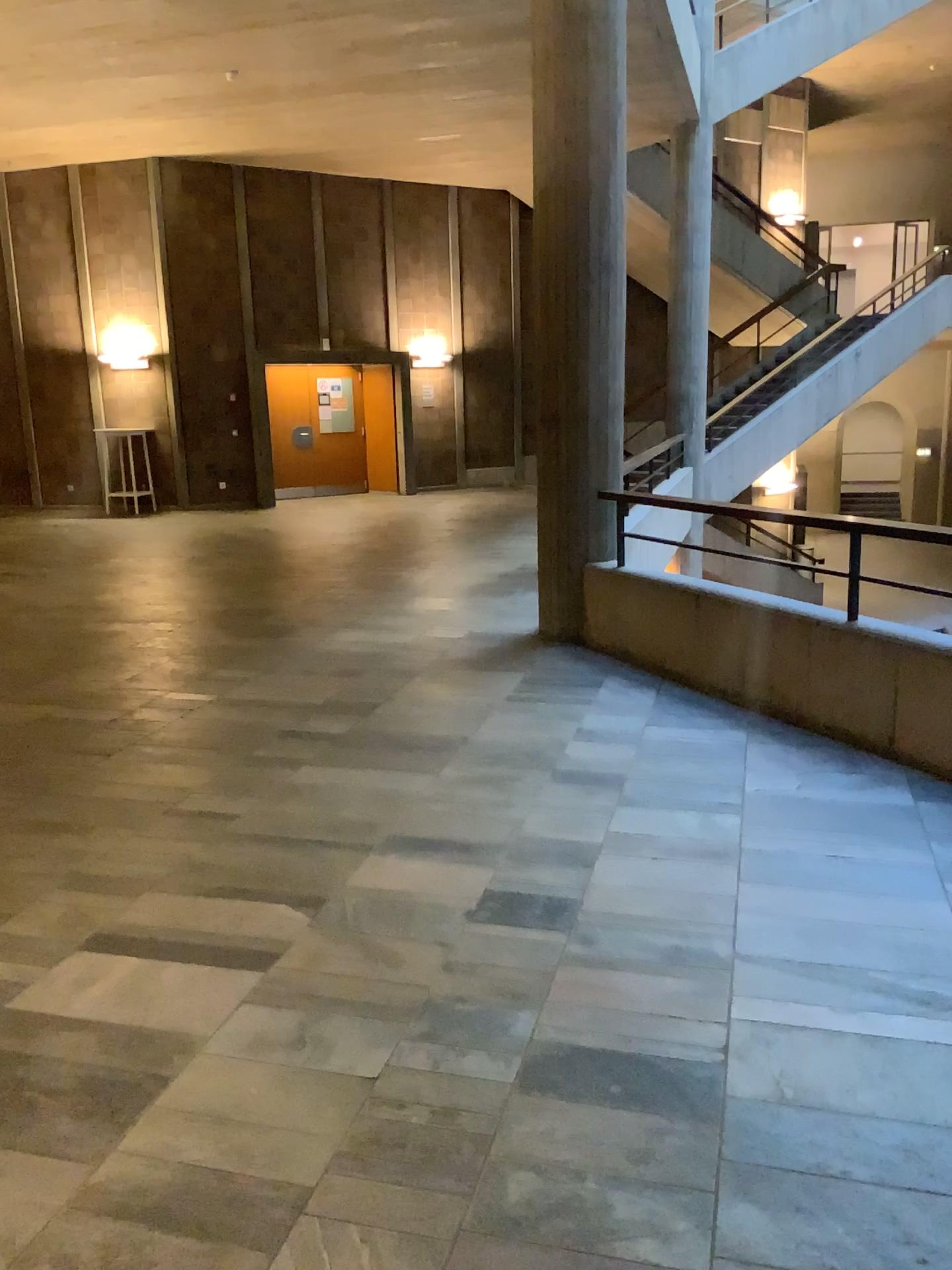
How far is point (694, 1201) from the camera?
2.0 meters
